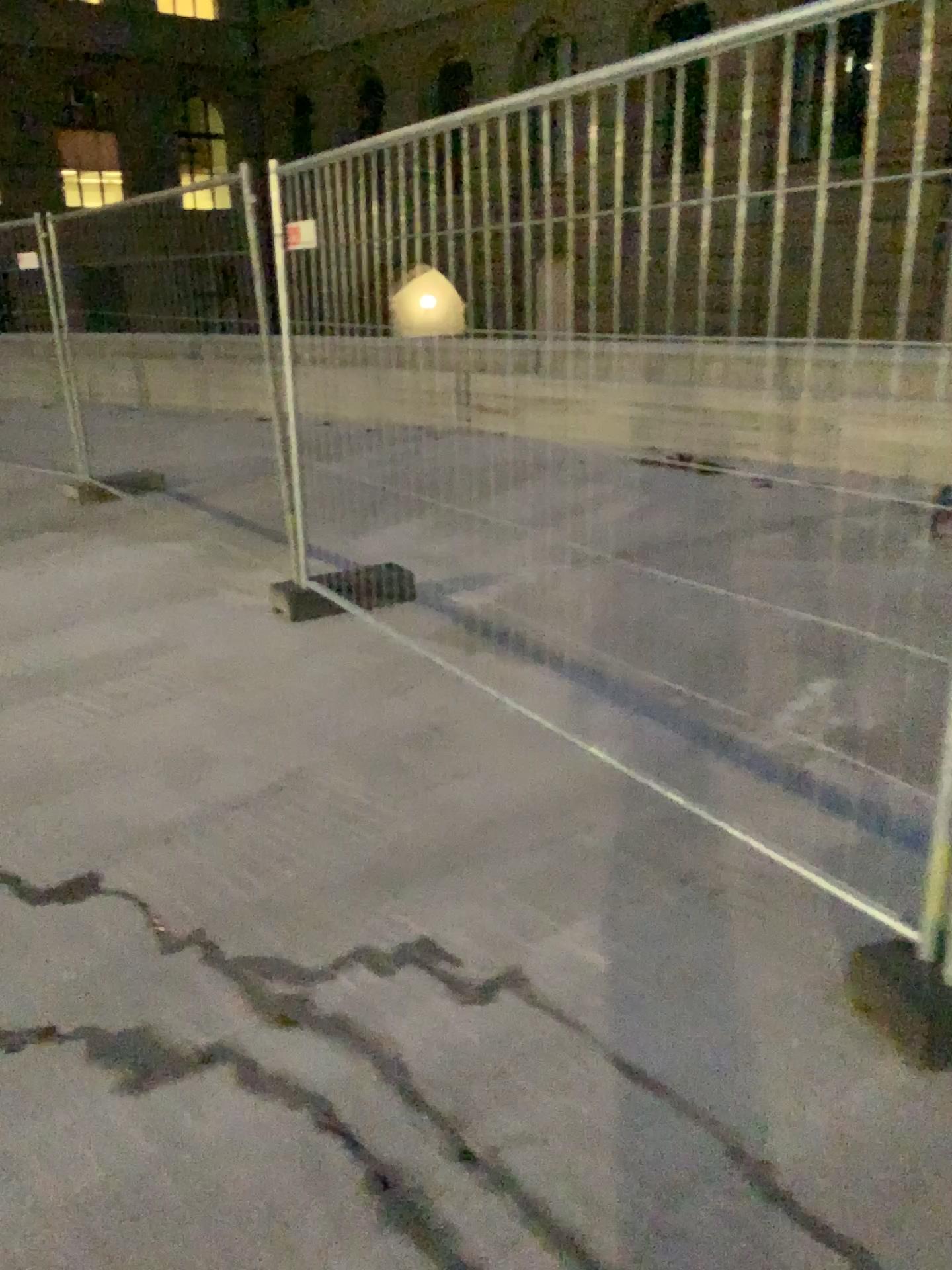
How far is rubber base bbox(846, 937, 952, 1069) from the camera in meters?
2.1 m

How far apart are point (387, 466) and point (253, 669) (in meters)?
1.00

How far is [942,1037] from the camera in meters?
2.1
